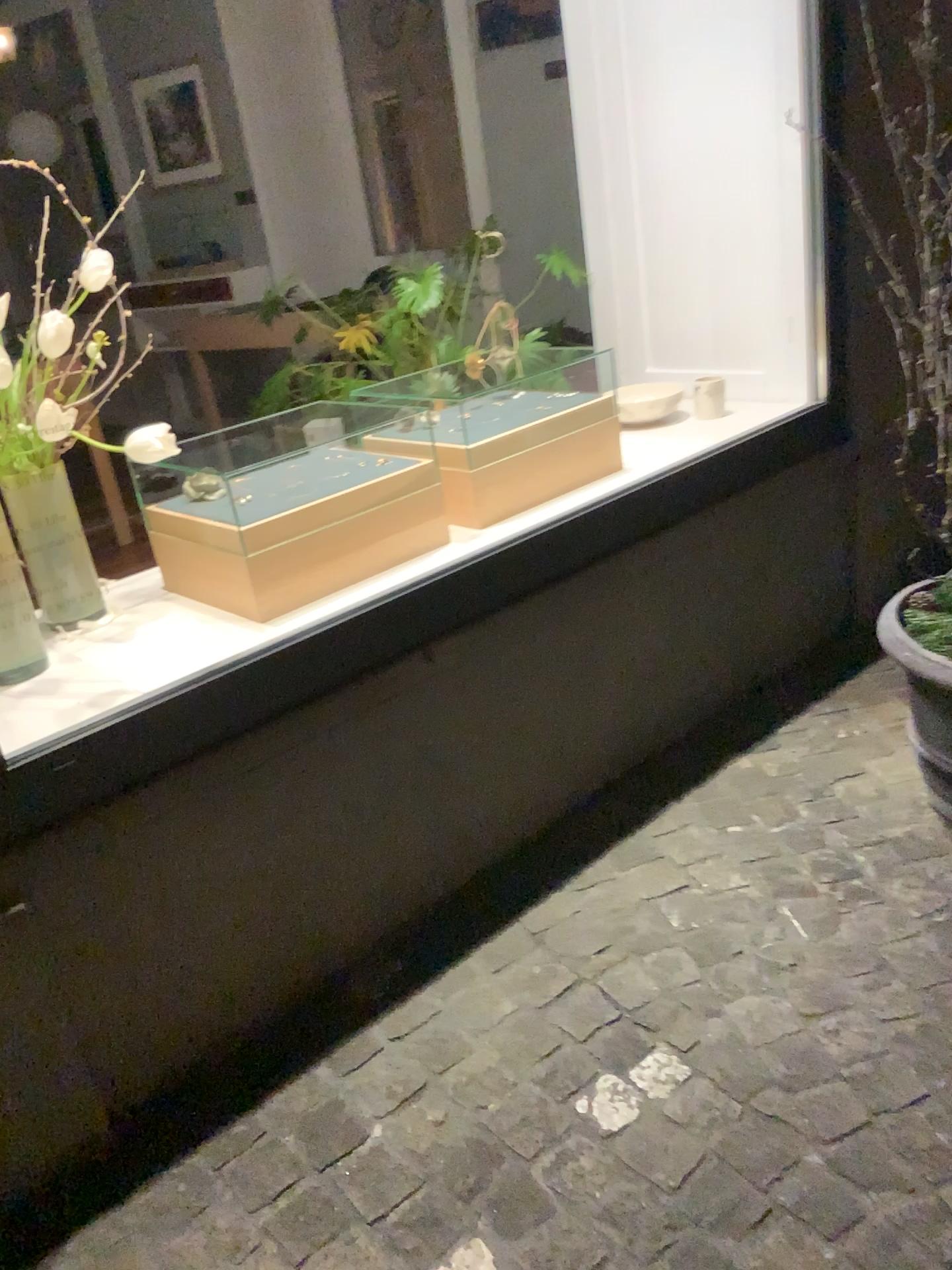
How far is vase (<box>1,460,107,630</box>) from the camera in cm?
158

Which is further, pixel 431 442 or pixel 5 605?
pixel 431 442

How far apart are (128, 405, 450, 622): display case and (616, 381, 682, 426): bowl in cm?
87

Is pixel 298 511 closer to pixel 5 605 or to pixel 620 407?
pixel 5 605

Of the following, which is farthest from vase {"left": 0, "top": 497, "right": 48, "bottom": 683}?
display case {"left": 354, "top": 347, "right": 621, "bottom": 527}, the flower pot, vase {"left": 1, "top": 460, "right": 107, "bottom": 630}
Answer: the flower pot

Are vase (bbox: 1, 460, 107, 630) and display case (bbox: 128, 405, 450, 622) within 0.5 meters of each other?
yes

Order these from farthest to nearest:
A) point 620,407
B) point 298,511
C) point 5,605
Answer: point 620,407 → point 298,511 → point 5,605

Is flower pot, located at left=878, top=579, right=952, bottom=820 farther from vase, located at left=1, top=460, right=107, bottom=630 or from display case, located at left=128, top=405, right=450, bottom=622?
vase, located at left=1, top=460, right=107, bottom=630

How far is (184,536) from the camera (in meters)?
2.00

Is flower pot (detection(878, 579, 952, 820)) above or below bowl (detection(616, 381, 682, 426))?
below
